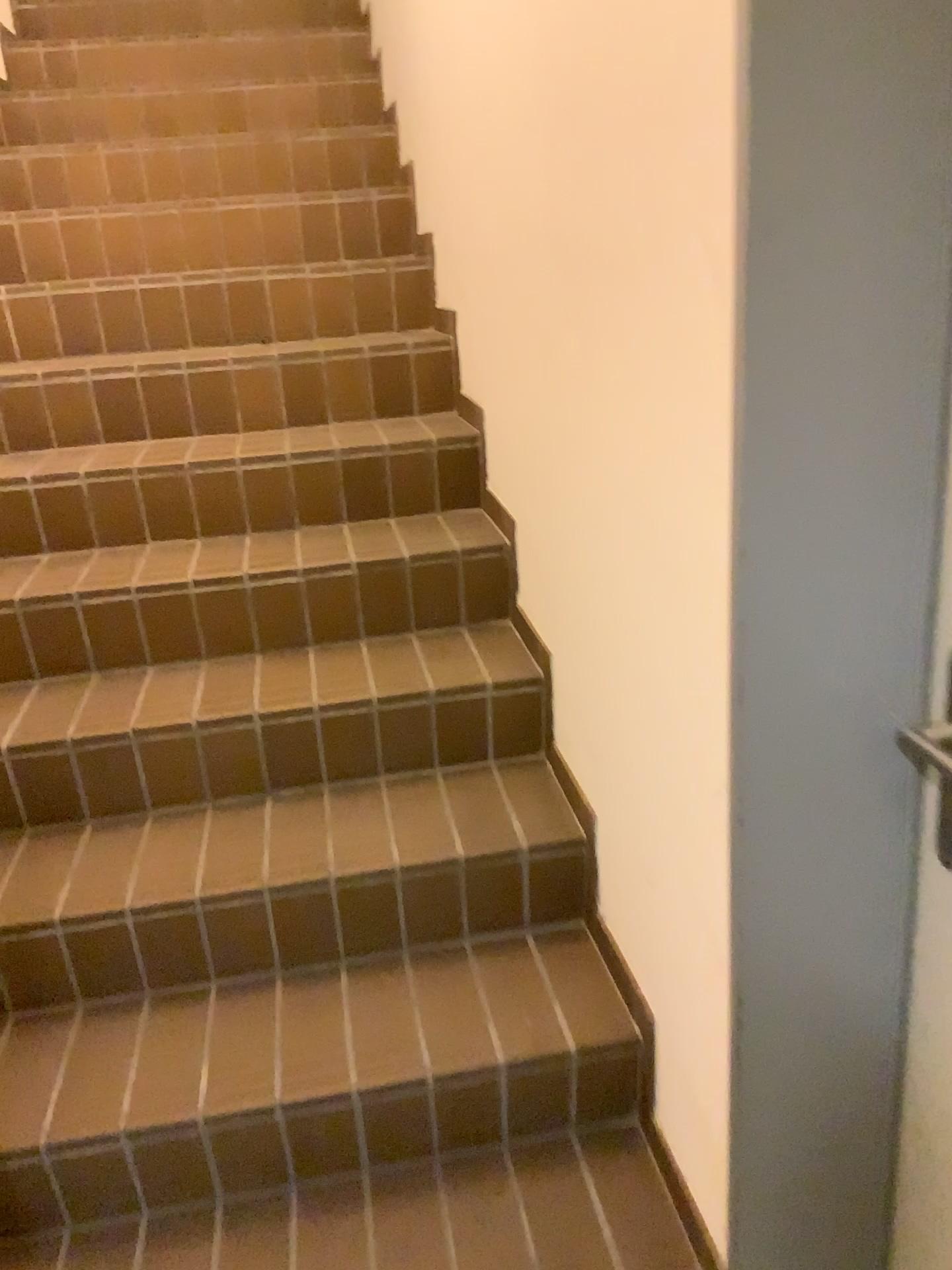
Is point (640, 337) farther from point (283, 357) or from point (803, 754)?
point (283, 357)
